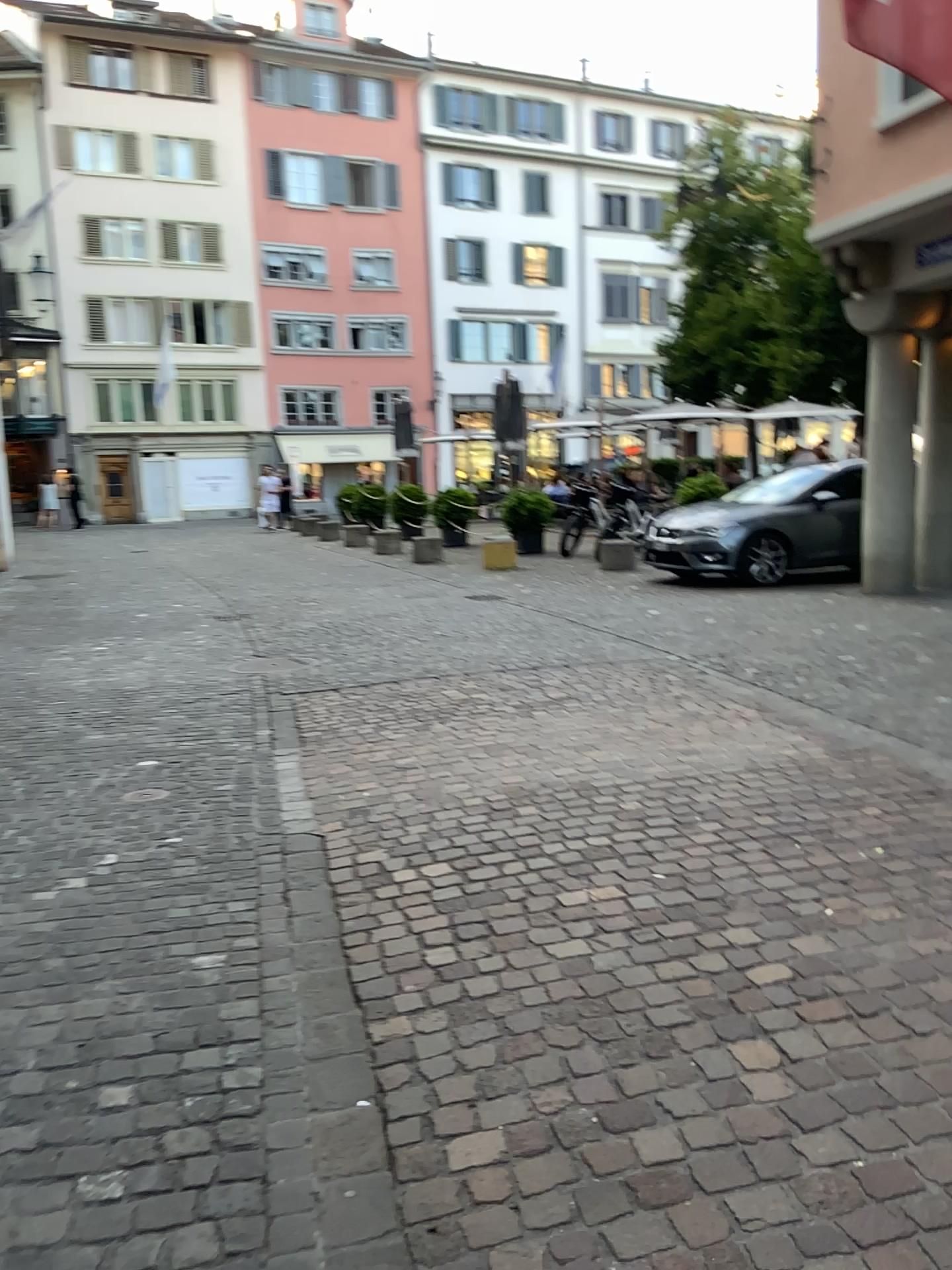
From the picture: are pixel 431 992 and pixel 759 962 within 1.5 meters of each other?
yes
